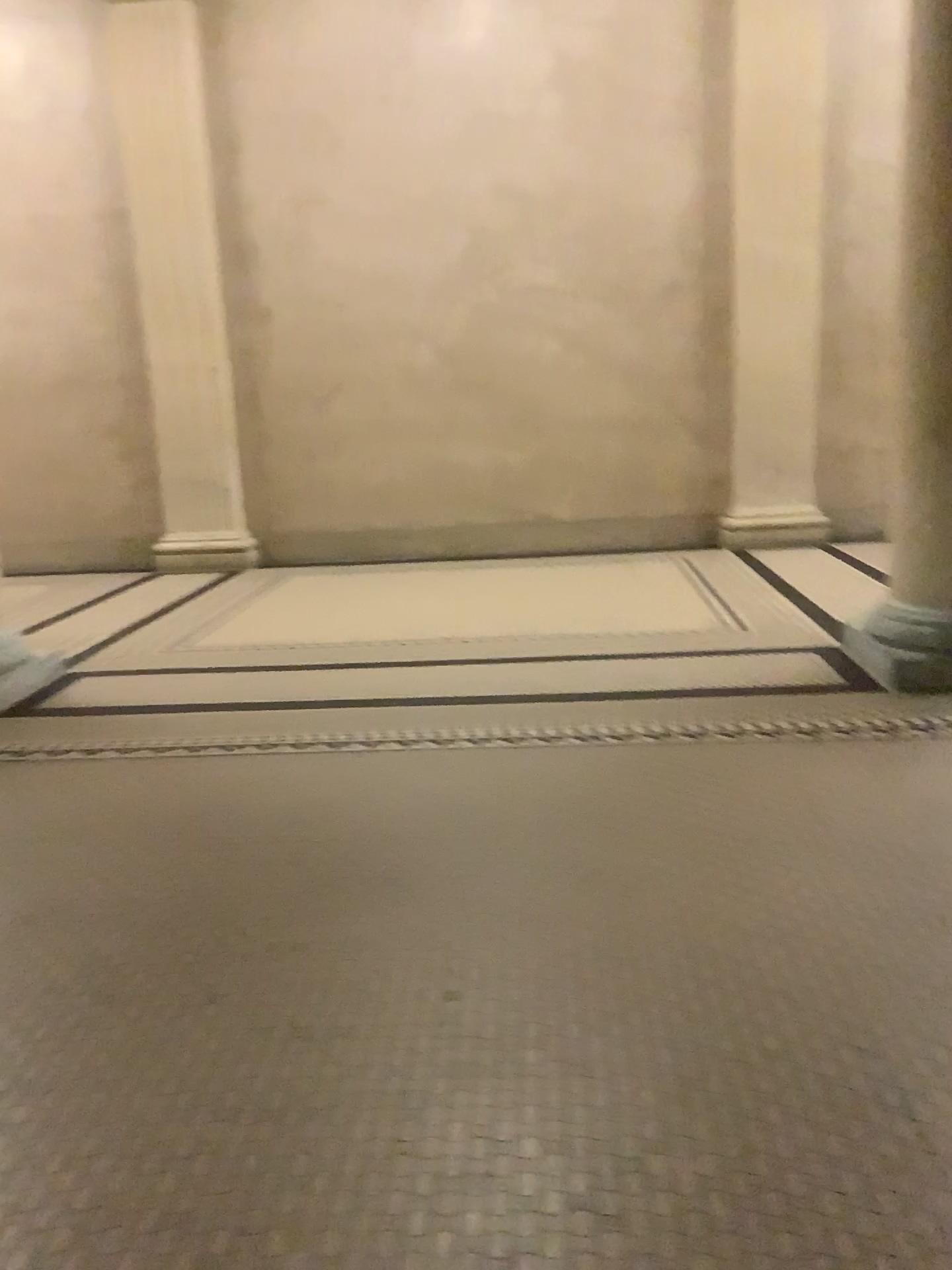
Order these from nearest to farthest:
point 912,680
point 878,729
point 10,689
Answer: point 878,729, point 912,680, point 10,689

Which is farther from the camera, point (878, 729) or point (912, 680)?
point (912, 680)

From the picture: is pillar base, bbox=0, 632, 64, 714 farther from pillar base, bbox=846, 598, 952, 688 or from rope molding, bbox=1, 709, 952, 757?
pillar base, bbox=846, 598, 952, 688

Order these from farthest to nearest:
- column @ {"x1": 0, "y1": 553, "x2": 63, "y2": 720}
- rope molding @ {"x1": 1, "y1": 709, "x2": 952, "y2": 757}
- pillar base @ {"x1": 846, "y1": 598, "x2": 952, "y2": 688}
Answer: column @ {"x1": 0, "y1": 553, "x2": 63, "y2": 720} < pillar base @ {"x1": 846, "y1": 598, "x2": 952, "y2": 688} < rope molding @ {"x1": 1, "y1": 709, "x2": 952, "y2": 757}

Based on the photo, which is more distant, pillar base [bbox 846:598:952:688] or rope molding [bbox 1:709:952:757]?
pillar base [bbox 846:598:952:688]

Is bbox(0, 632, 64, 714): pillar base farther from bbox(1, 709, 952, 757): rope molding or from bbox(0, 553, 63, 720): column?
bbox(1, 709, 952, 757): rope molding

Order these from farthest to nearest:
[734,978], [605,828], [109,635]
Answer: [109,635]
[605,828]
[734,978]

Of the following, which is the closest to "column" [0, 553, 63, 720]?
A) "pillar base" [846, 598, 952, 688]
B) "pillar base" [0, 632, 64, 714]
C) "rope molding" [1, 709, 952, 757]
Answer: "pillar base" [0, 632, 64, 714]

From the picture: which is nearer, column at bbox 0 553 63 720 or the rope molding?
the rope molding

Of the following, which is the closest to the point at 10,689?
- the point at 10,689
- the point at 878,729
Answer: the point at 10,689
